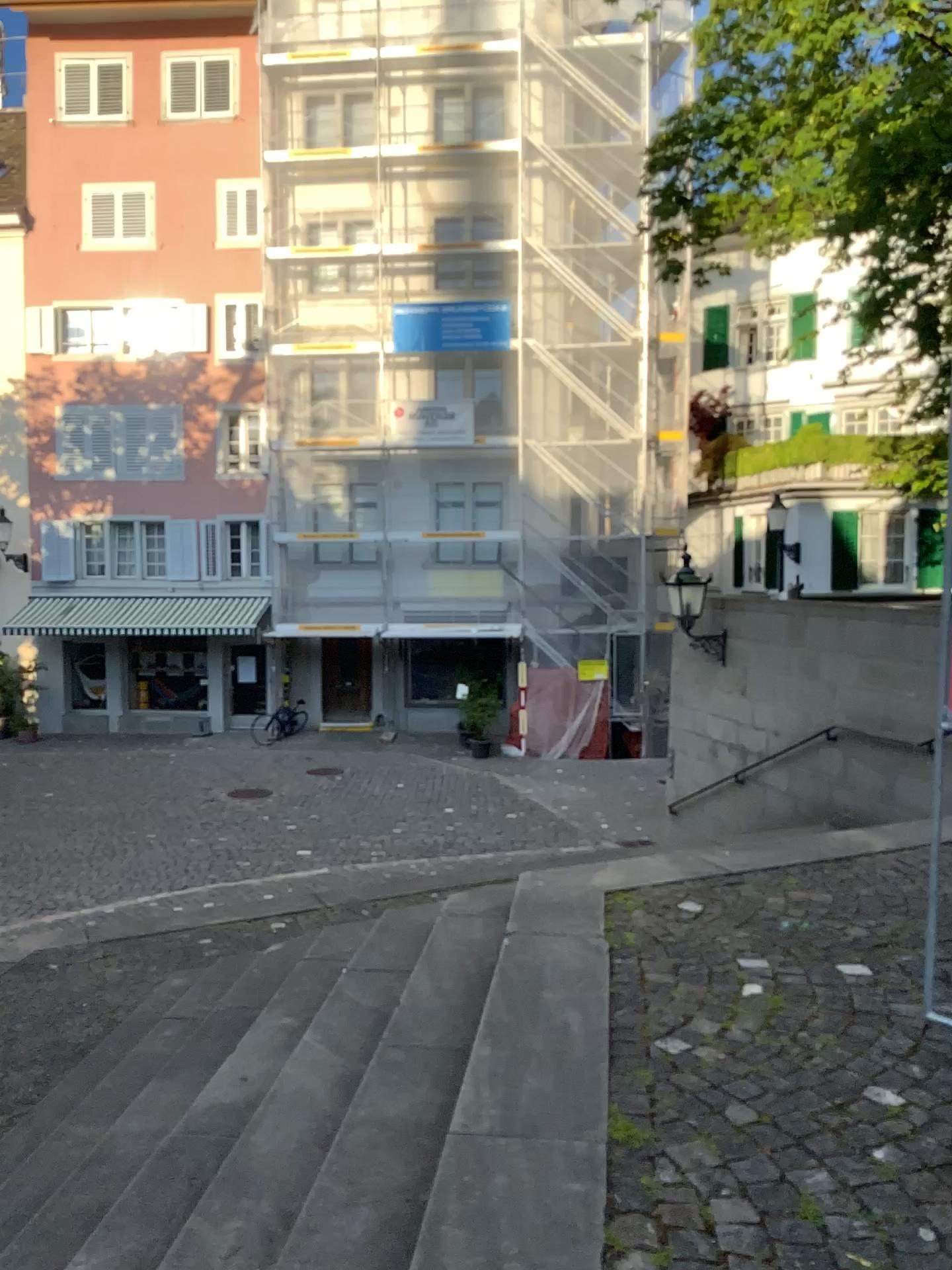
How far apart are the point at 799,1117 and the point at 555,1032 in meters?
0.7 m
